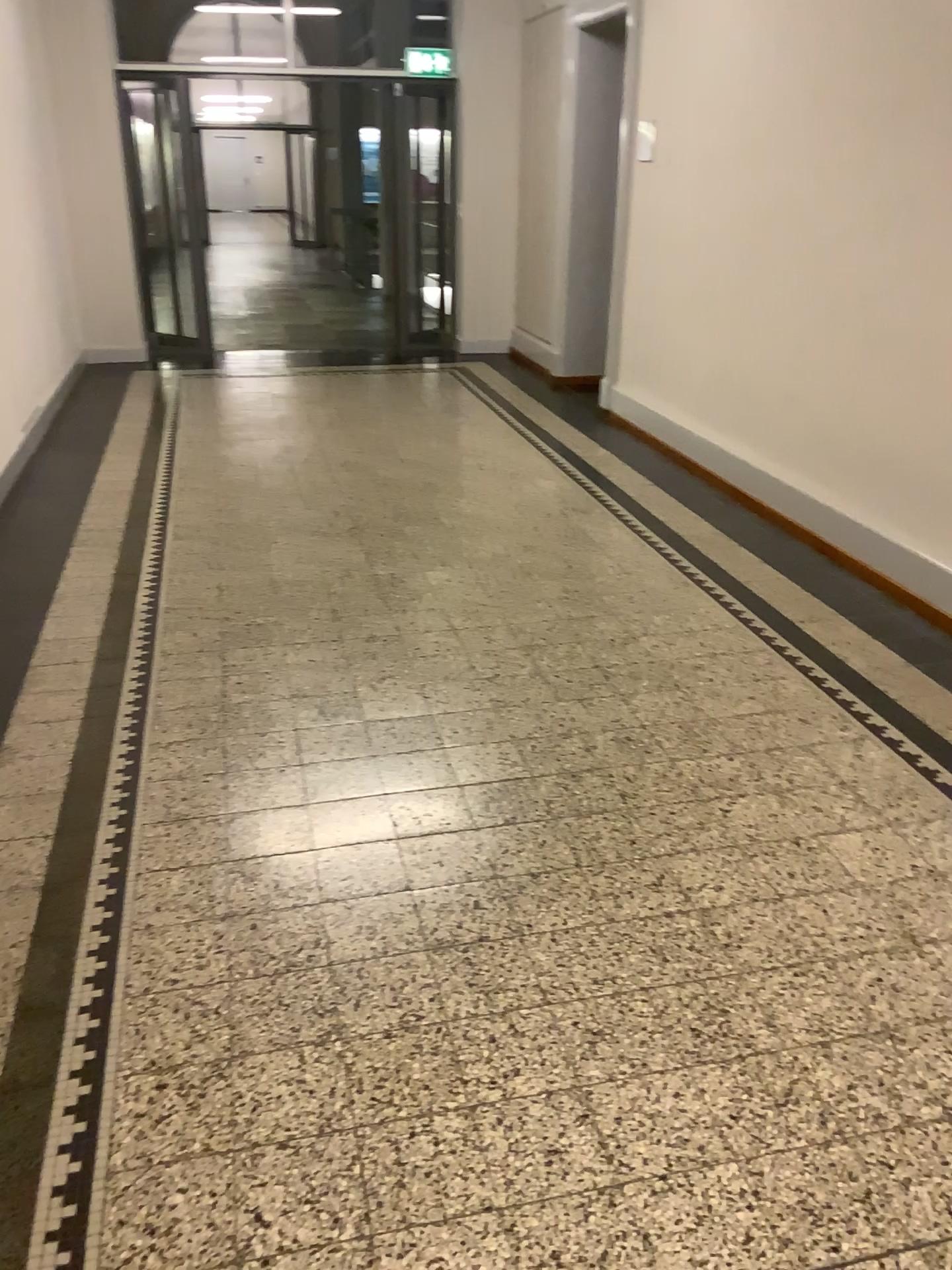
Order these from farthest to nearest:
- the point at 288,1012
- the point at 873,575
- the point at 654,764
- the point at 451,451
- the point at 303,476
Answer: the point at 451,451
the point at 303,476
the point at 873,575
the point at 654,764
the point at 288,1012
